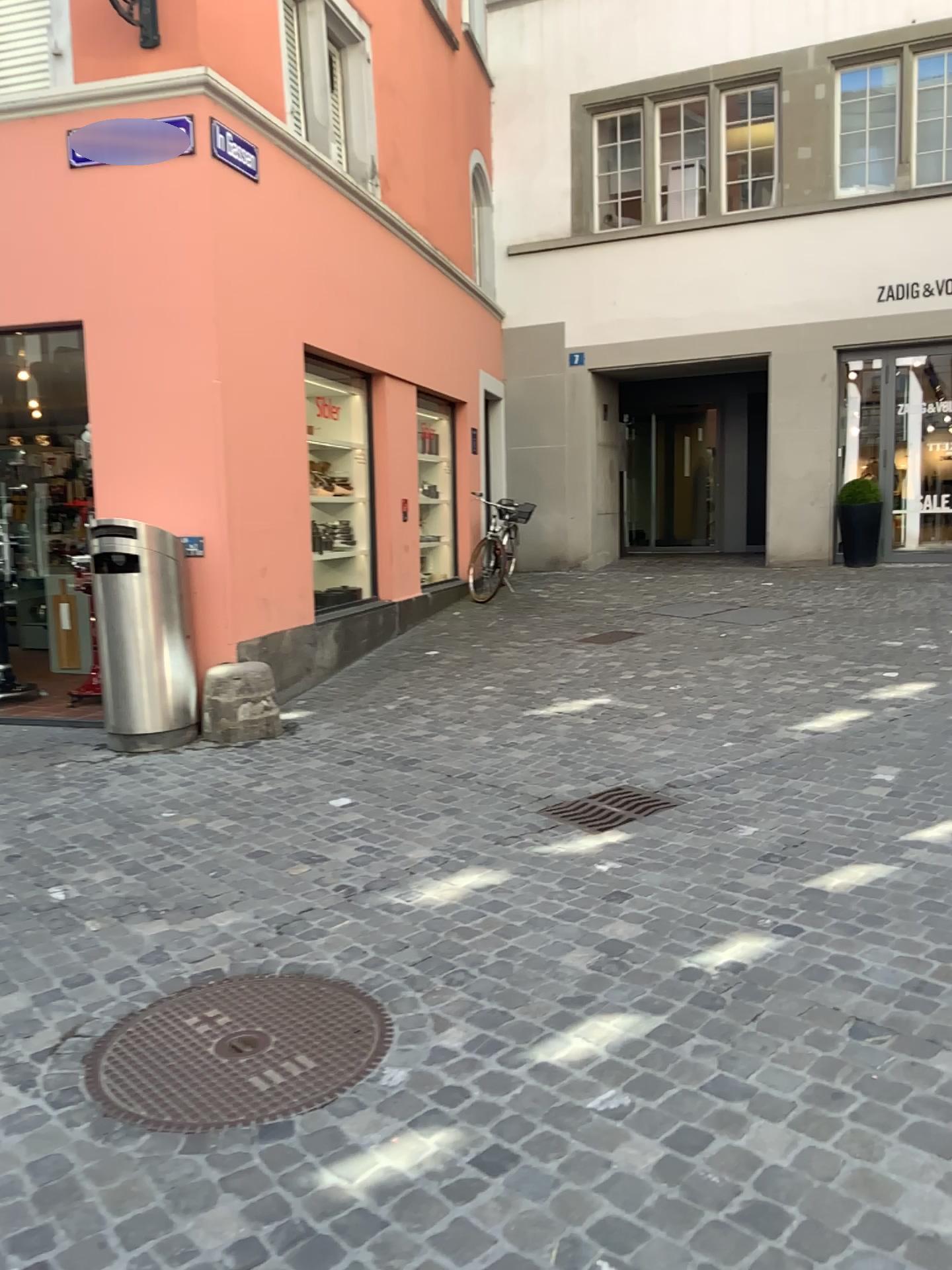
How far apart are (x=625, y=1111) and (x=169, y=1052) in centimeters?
115cm

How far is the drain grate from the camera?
4.3m

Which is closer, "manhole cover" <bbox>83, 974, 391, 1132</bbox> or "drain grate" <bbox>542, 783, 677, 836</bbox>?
"manhole cover" <bbox>83, 974, 391, 1132</bbox>

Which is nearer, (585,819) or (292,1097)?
(292,1097)

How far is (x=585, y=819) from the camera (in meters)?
4.26
